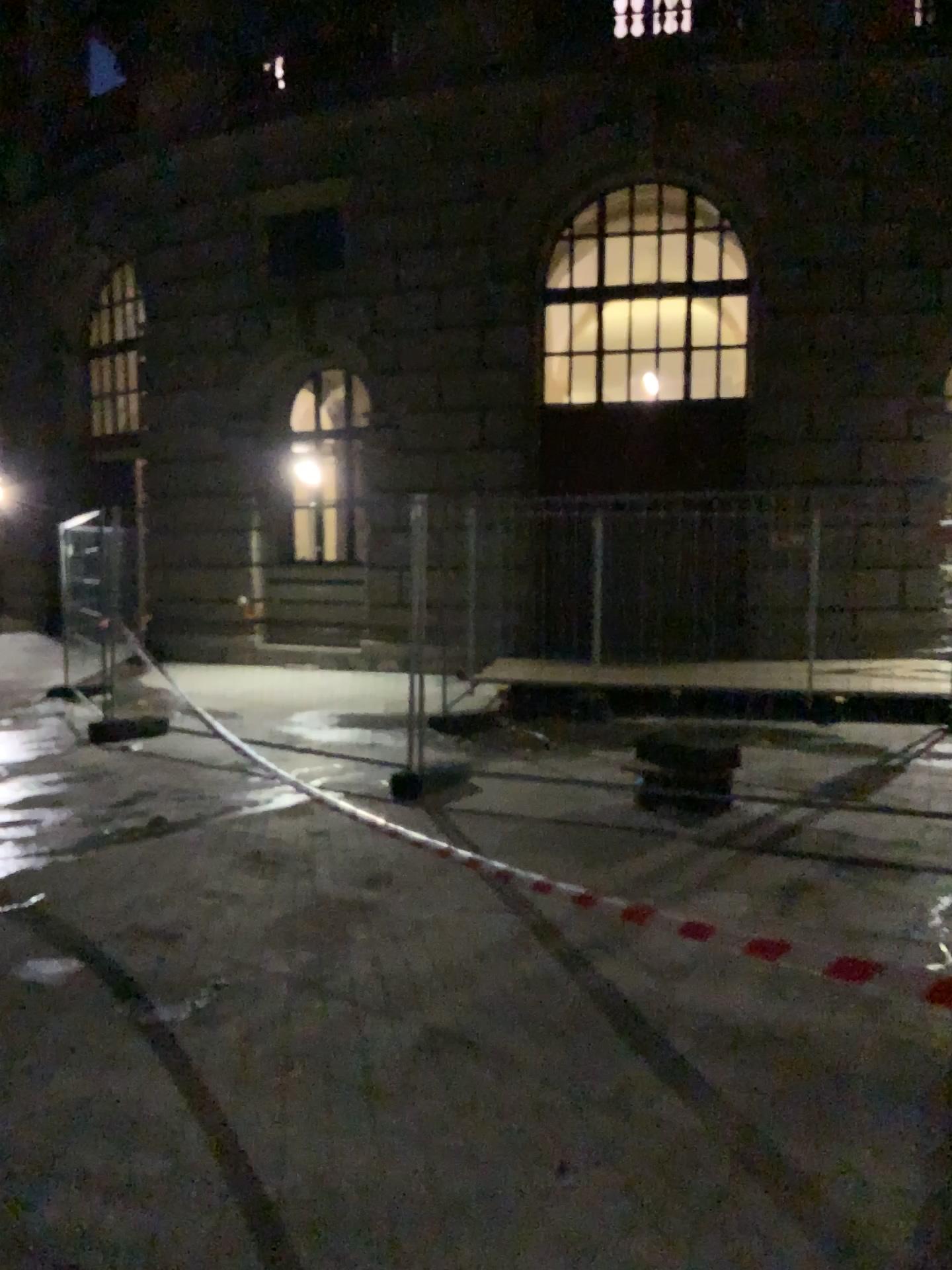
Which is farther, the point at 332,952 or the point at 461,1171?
the point at 332,952
